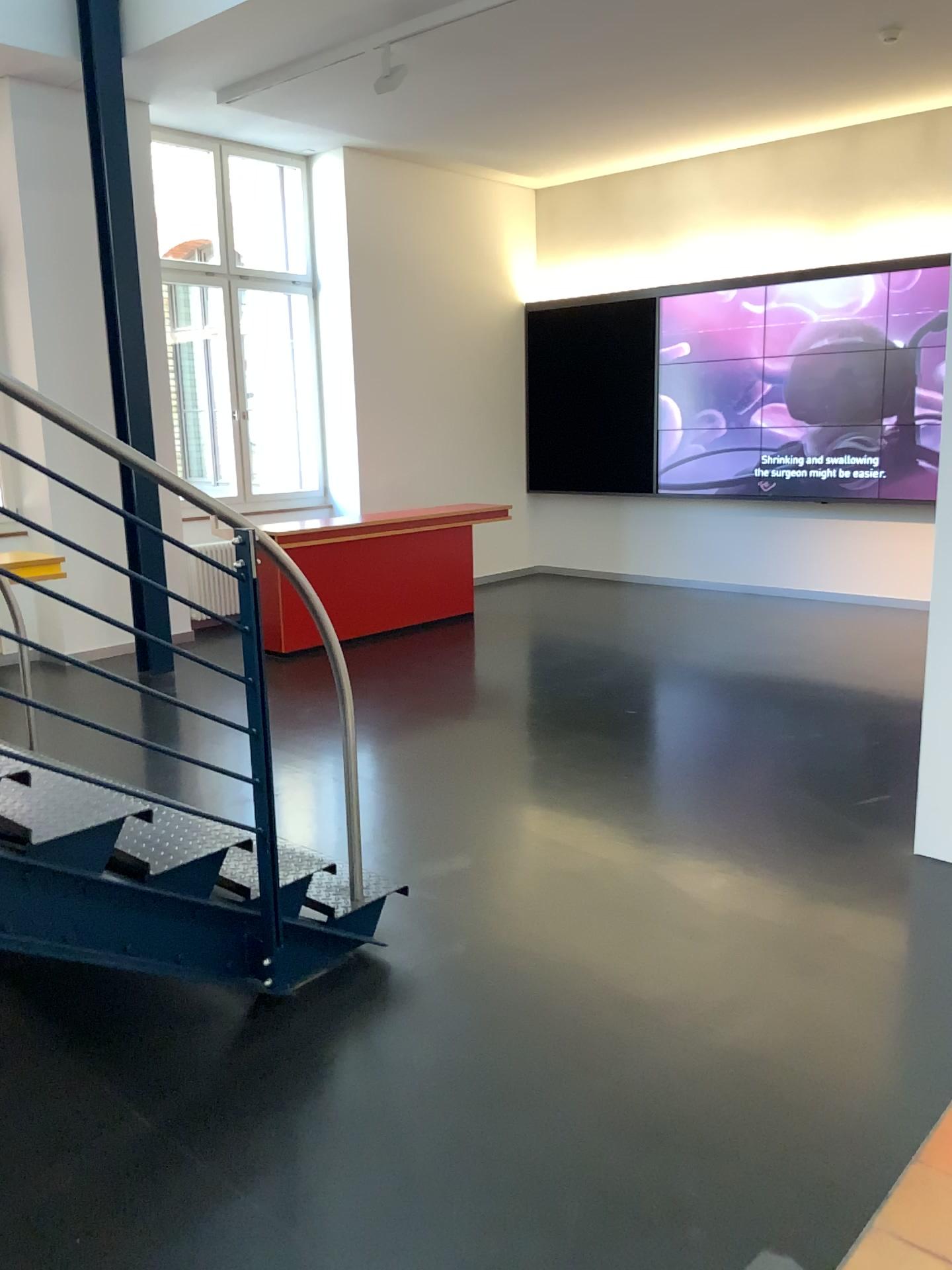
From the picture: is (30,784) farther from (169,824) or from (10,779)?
(169,824)

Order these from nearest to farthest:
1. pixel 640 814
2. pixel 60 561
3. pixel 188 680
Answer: pixel 60 561
pixel 188 680
pixel 640 814

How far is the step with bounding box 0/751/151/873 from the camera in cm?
251

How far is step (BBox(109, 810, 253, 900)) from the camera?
2.7 meters

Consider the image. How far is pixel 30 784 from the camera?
2.51m

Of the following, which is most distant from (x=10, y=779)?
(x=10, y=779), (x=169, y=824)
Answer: (x=169, y=824)
